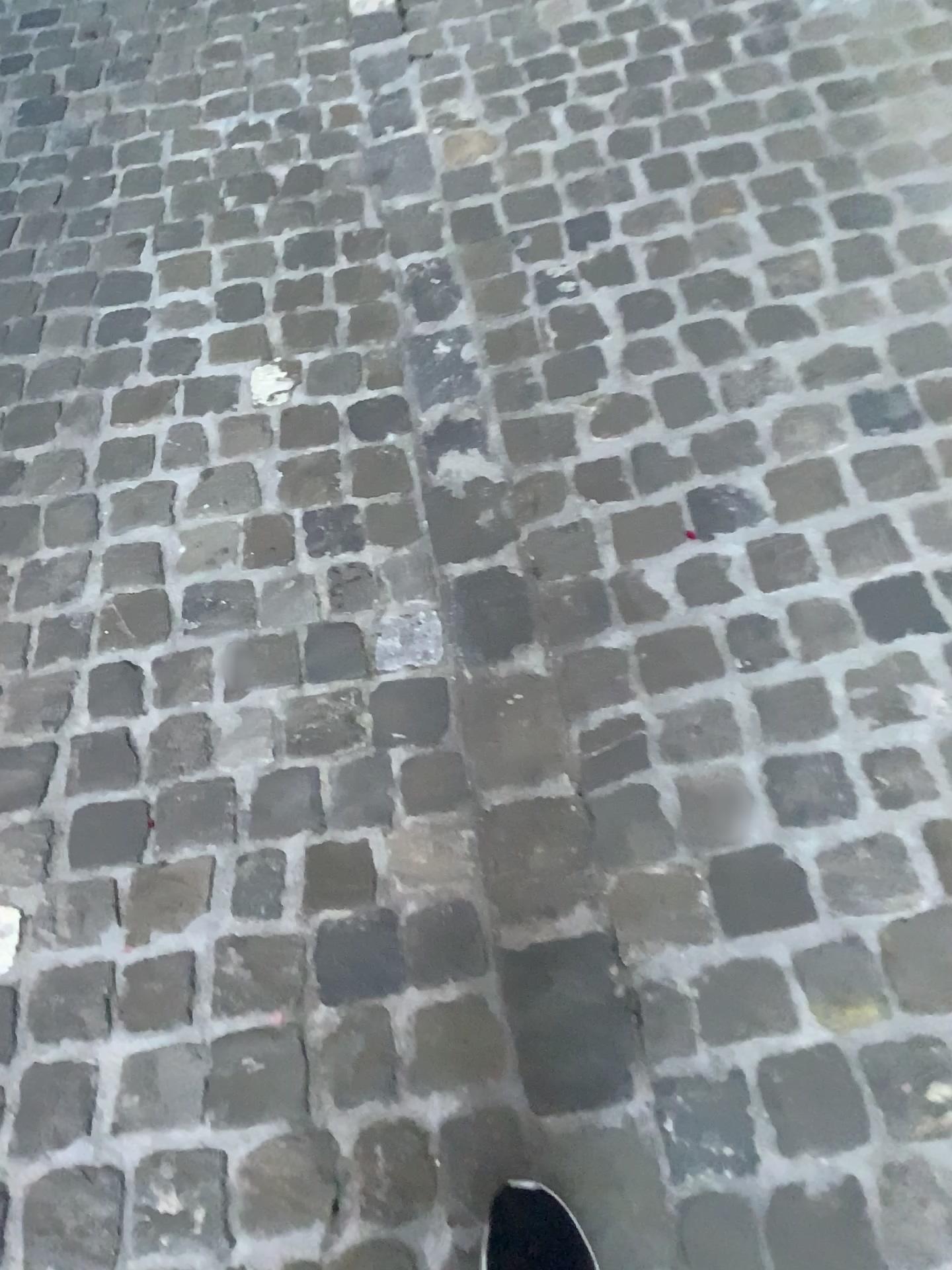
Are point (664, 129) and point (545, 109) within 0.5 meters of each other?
yes

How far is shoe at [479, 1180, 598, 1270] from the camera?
1.0 meters

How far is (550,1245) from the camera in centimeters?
97cm
